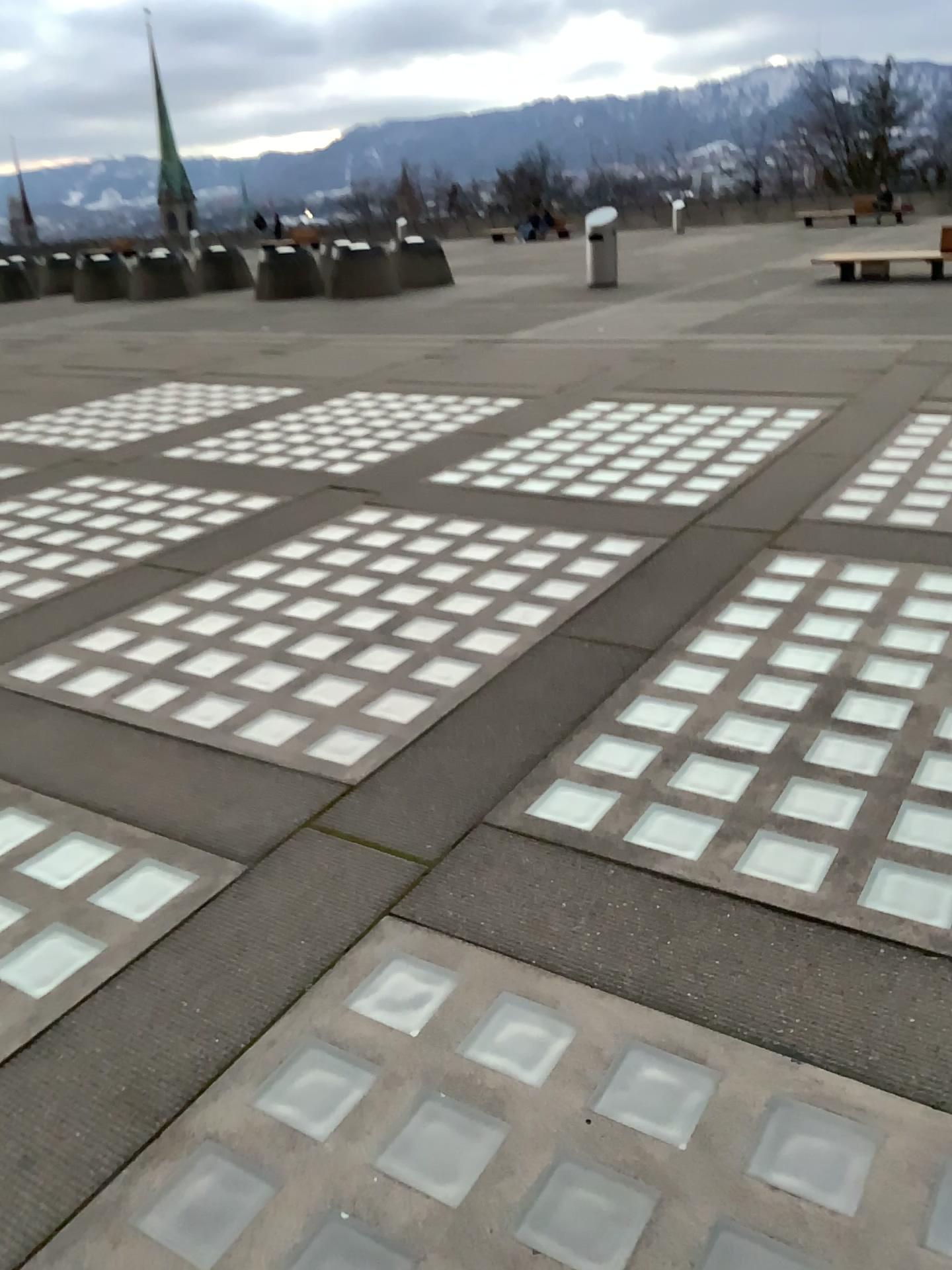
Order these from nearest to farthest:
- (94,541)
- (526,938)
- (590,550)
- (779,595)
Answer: (526,938) → (779,595) → (590,550) → (94,541)
